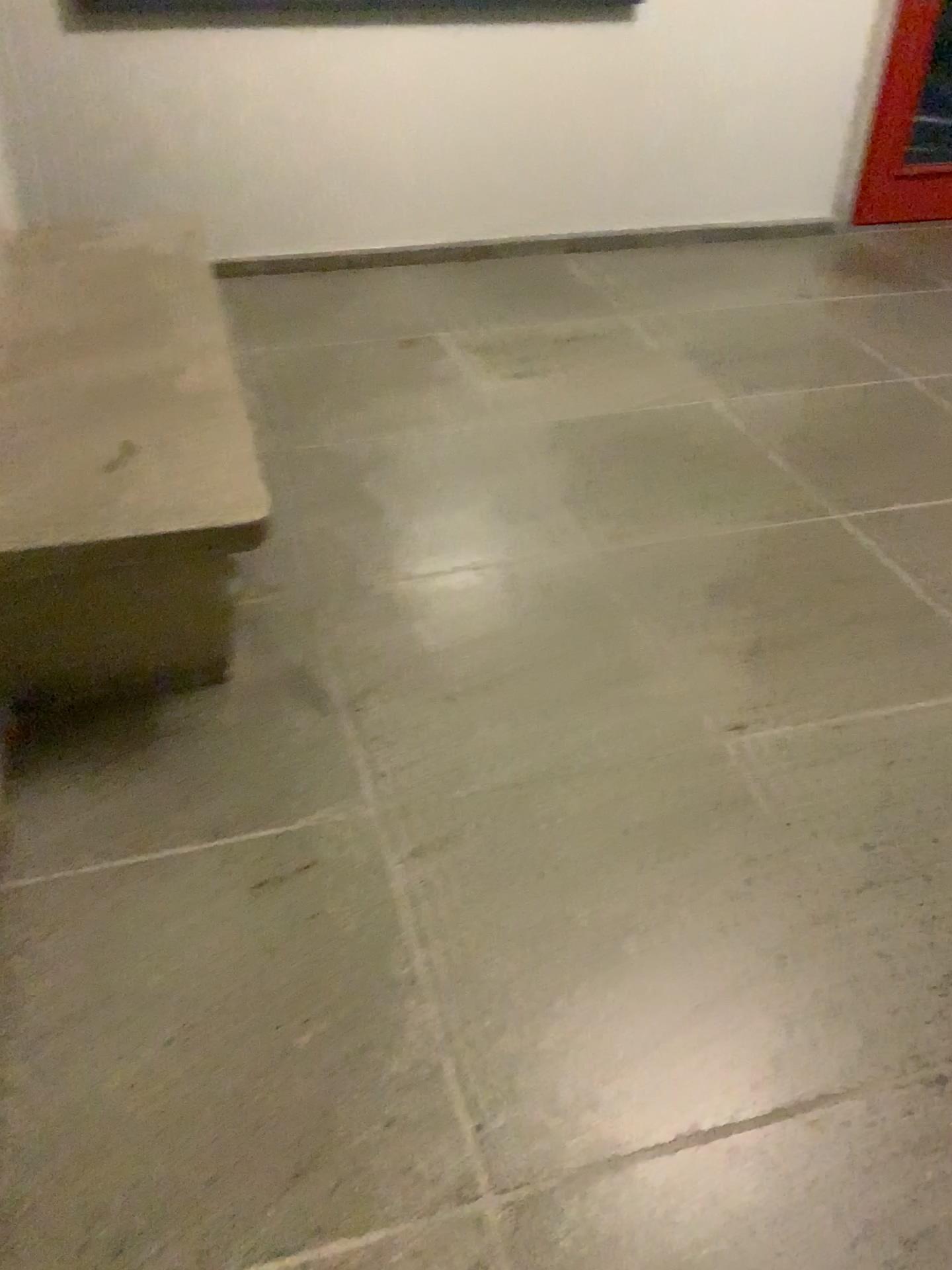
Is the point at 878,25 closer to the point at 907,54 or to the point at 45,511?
the point at 907,54

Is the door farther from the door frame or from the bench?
the bench

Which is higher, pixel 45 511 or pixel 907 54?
pixel 907 54

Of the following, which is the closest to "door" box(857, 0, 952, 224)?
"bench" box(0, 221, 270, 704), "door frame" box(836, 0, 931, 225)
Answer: "door frame" box(836, 0, 931, 225)

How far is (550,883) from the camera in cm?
175

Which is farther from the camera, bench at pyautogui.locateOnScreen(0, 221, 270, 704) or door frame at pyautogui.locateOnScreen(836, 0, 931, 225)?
door frame at pyautogui.locateOnScreen(836, 0, 931, 225)

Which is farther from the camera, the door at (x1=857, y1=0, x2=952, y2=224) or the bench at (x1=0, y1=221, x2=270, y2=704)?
the door at (x1=857, y1=0, x2=952, y2=224)

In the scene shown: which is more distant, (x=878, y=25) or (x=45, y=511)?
(x=878, y=25)
